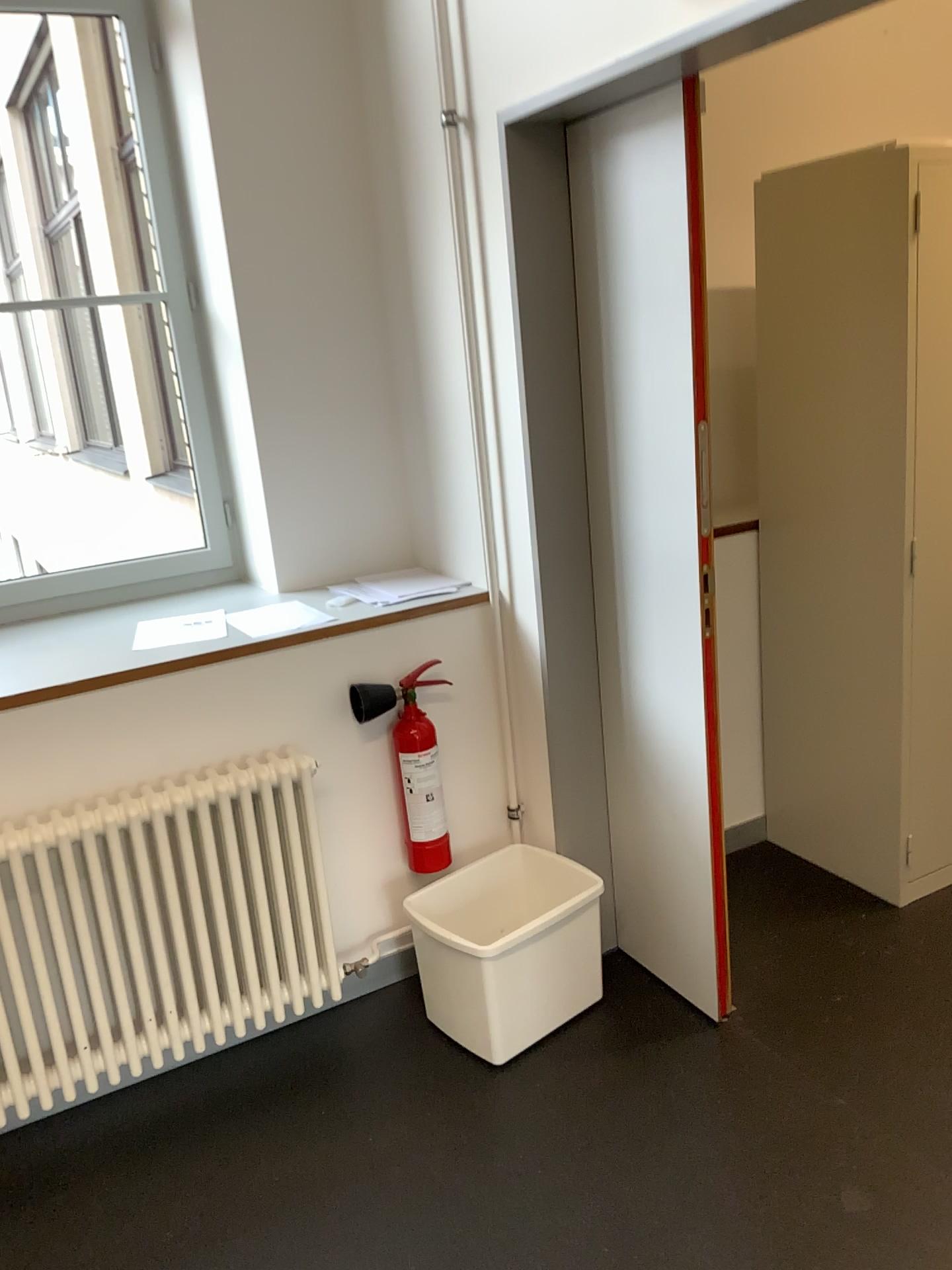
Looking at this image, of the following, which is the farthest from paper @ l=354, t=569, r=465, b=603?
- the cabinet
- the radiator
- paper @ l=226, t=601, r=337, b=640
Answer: the cabinet

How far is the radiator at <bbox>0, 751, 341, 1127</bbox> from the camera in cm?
215

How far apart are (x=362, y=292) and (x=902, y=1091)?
2.28m

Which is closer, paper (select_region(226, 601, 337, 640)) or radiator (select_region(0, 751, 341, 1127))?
radiator (select_region(0, 751, 341, 1127))

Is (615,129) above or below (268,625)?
above

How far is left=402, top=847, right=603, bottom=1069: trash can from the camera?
2.3m

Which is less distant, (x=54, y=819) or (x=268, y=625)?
(x=54, y=819)

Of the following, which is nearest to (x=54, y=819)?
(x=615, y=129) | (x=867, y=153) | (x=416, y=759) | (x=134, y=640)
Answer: (x=134, y=640)

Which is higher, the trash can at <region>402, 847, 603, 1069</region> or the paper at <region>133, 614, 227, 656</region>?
the paper at <region>133, 614, 227, 656</region>

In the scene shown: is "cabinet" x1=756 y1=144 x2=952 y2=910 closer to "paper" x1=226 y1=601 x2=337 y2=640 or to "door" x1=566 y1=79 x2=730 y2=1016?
"door" x1=566 y1=79 x2=730 y2=1016
